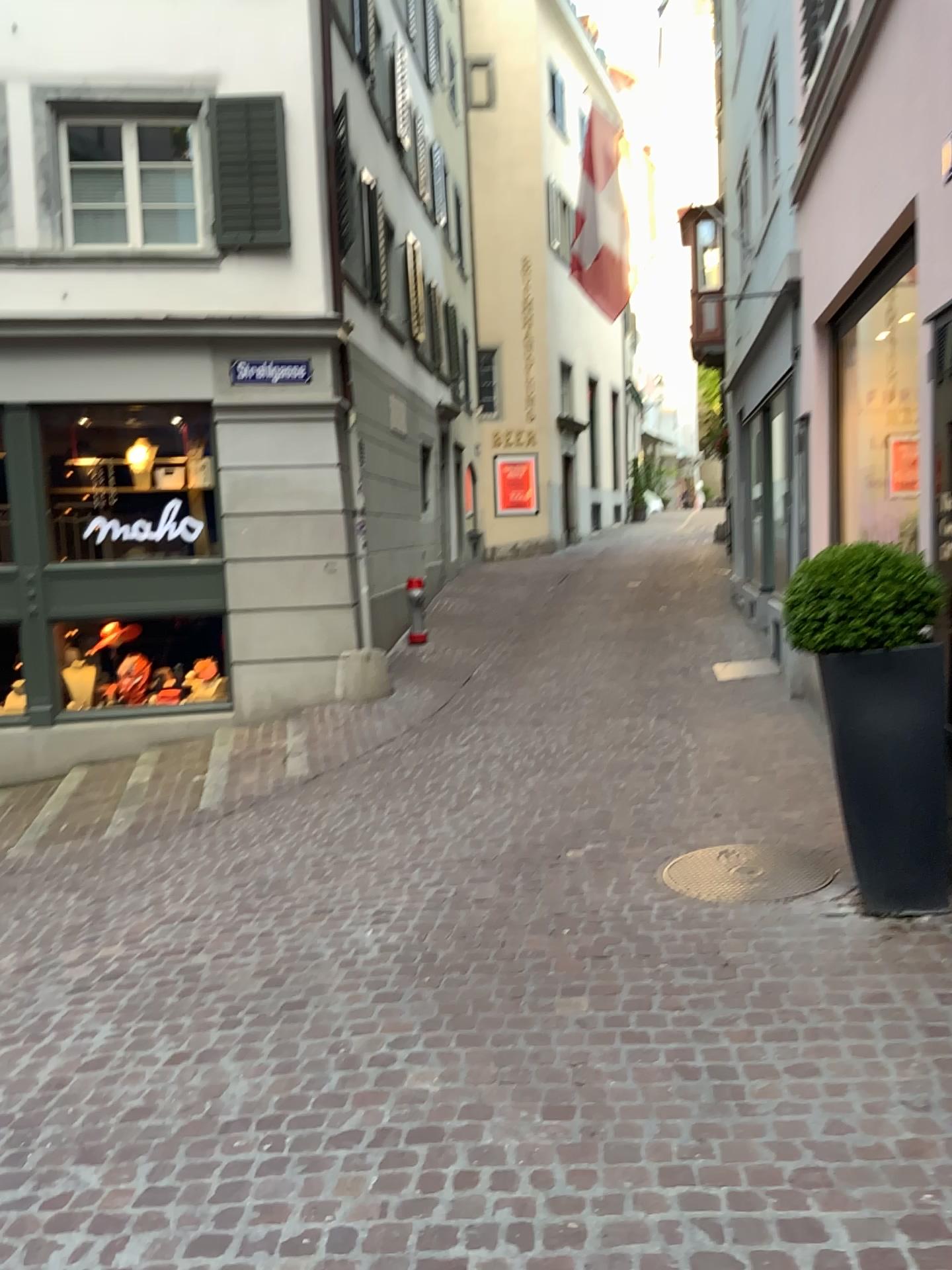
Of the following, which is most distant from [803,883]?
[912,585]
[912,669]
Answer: [912,585]

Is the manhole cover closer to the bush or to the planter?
the planter

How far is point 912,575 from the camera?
3.7m

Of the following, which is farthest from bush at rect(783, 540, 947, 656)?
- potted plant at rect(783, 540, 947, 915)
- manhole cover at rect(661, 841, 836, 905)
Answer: manhole cover at rect(661, 841, 836, 905)

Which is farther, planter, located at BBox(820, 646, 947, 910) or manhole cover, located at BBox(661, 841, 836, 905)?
manhole cover, located at BBox(661, 841, 836, 905)

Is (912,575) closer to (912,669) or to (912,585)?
(912,585)

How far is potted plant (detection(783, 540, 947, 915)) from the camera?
3.7 meters

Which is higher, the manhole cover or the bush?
the bush

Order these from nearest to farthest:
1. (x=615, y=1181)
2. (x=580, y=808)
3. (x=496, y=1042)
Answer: (x=615, y=1181)
(x=496, y=1042)
(x=580, y=808)
